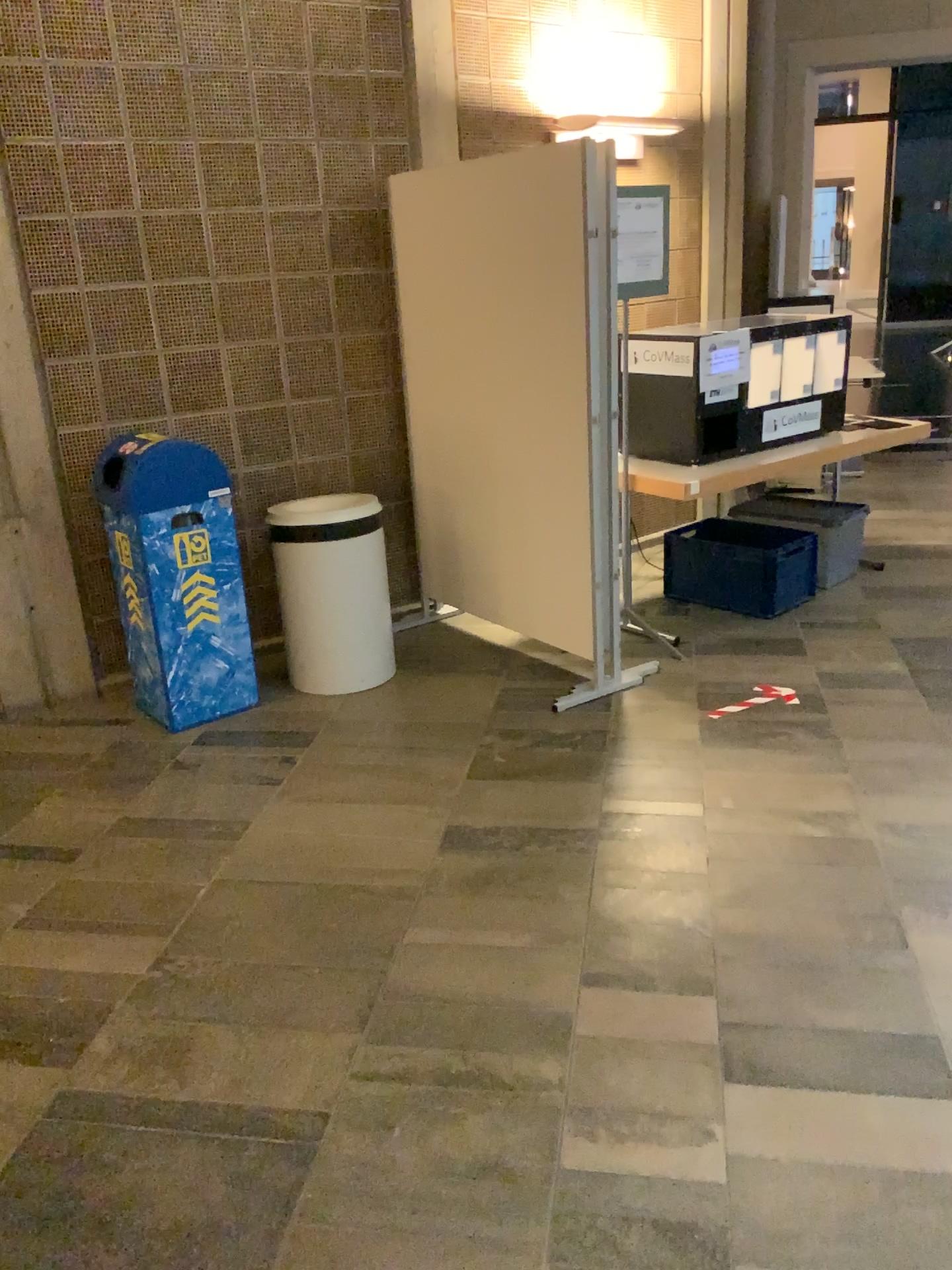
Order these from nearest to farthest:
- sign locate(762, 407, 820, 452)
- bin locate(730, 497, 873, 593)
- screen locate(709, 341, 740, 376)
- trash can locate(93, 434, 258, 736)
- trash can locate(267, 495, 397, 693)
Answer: trash can locate(93, 434, 258, 736)
trash can locate(267, 495, 397, 693)
screen locate(709, 341, 740, 376)
sign locate(762, 407, 820, 452)
bin locate(730, 497, 873, 593)

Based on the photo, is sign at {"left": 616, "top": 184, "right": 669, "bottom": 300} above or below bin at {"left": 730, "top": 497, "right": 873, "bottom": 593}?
above

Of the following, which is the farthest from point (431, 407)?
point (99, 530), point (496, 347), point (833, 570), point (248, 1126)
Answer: point (248, 1126)

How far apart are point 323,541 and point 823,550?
2.39m

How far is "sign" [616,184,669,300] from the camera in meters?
4.0 m

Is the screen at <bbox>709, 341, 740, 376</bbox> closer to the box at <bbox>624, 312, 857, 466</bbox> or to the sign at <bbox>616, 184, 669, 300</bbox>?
the box at <bbox>624, 312, 857, 466</bbox>

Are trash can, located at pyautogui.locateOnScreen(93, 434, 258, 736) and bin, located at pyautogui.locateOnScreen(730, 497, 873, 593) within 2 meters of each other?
no

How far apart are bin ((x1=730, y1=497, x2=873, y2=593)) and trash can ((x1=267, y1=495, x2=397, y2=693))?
2.0 meters

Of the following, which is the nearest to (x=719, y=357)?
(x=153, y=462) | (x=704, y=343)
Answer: (x=704, y=343)

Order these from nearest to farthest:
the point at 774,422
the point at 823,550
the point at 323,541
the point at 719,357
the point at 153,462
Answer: the point at 153,462 < the point at 323,541 < the point at 719,357 < the point at 774,422 < the point at 823,550
